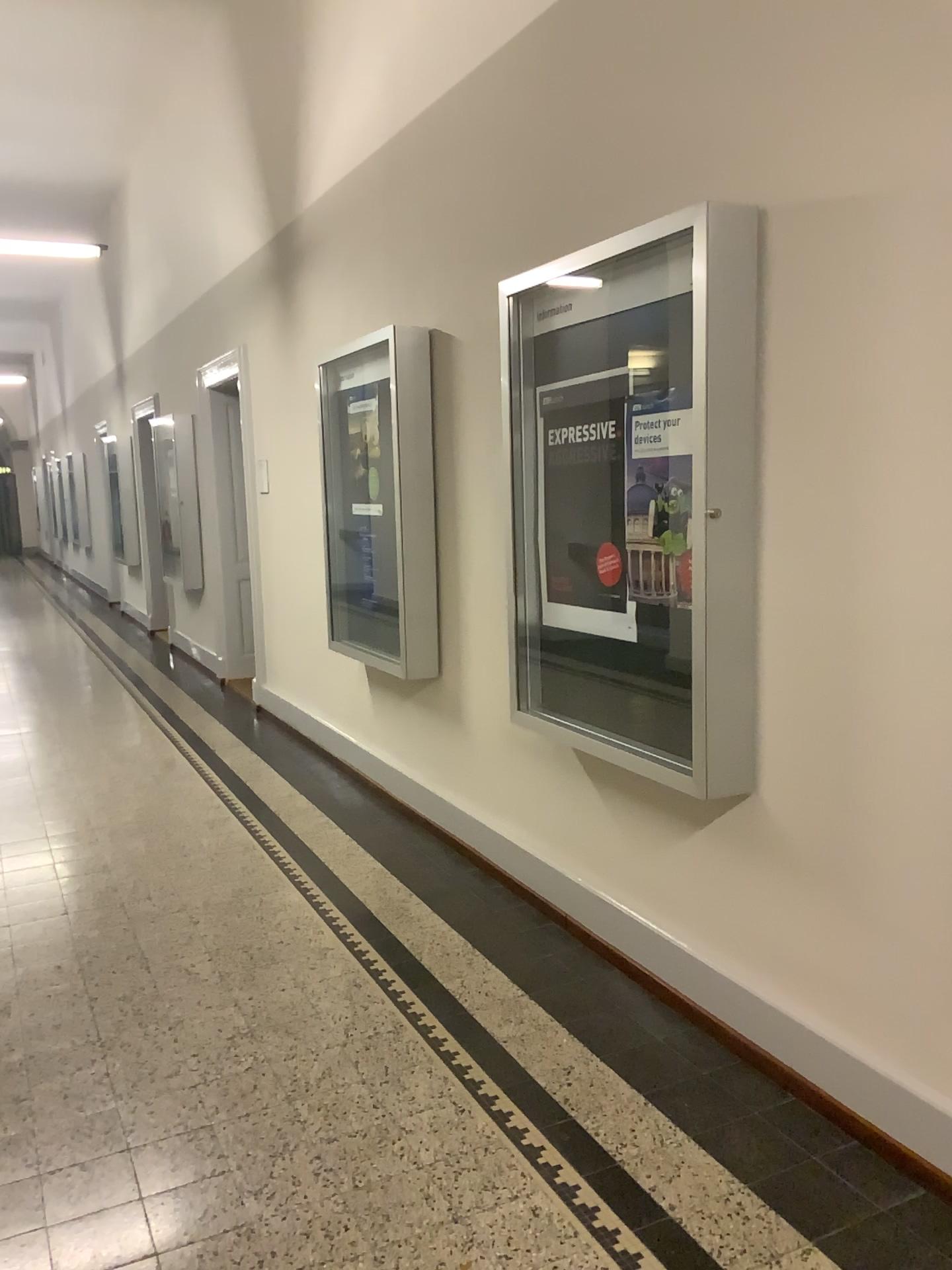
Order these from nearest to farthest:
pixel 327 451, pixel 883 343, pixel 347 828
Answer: pixel 883 343, pixel 347 828, pixel 327 451
